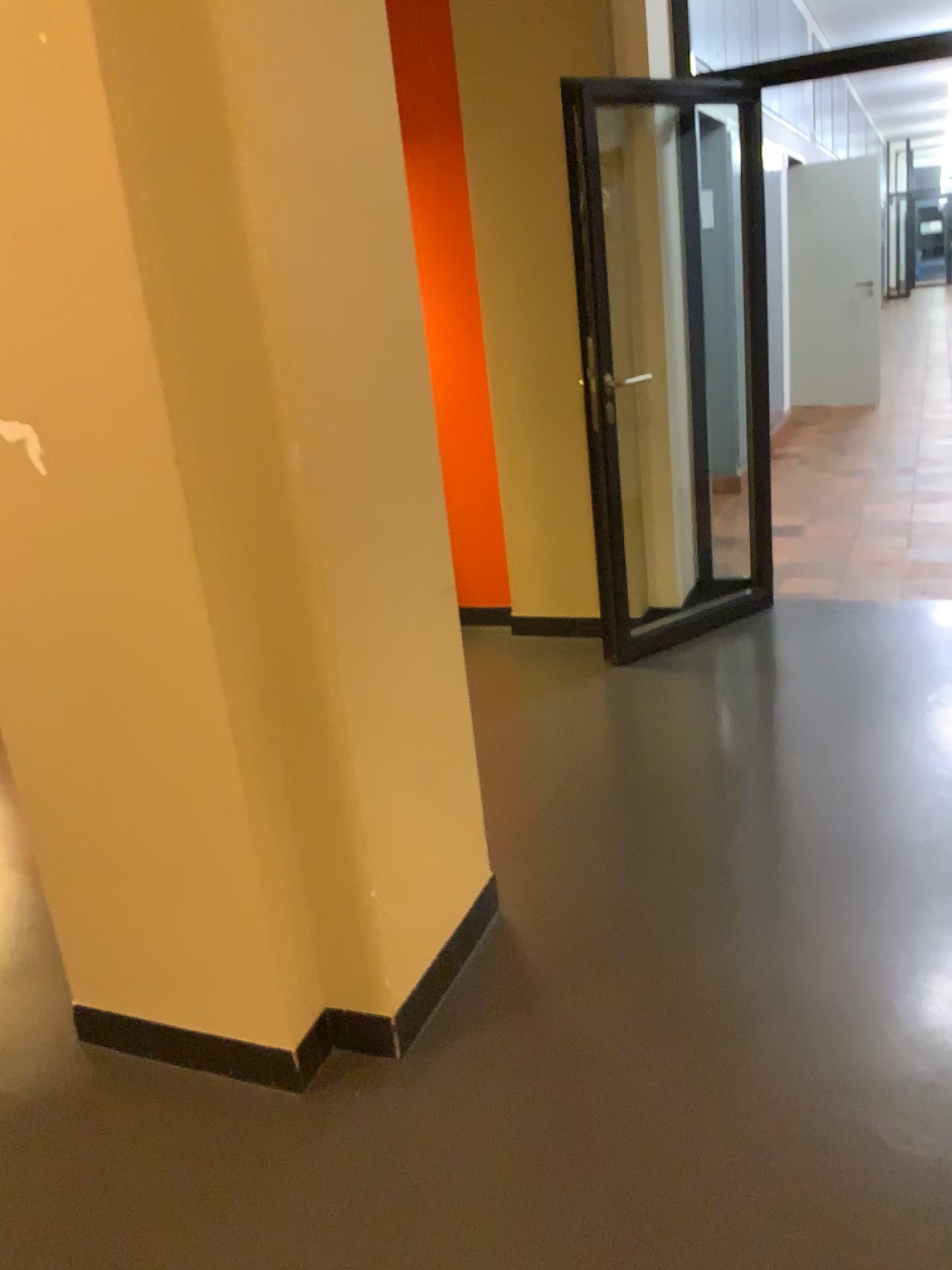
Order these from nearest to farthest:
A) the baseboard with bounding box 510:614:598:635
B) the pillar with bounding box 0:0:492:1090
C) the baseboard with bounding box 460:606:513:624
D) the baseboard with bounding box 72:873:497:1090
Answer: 1. the pillar with bounding box 0:0:492:1090
2. the baseboard with bounding box 72:873:497:1090
3. the baseboard with bounding box 510:614:598:635
4. the baseboard with bounding box 460:606:513:624

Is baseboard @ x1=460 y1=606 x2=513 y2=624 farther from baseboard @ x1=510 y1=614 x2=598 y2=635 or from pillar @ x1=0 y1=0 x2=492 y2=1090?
pillar @ x1=0 y1=0 x2=492 y2=1090

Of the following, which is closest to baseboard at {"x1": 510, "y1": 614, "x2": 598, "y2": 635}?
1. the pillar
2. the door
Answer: the door

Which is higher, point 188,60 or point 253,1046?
point 188,60

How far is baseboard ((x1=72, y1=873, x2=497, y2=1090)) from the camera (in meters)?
2.04

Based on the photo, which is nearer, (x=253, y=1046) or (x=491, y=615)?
(x=253, y=1046)

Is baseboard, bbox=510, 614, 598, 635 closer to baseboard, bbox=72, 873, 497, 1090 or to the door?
the door

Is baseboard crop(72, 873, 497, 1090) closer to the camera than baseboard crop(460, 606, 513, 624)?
Yes

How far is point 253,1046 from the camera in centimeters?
204cm

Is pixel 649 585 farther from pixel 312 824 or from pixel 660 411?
pixel 312 824
